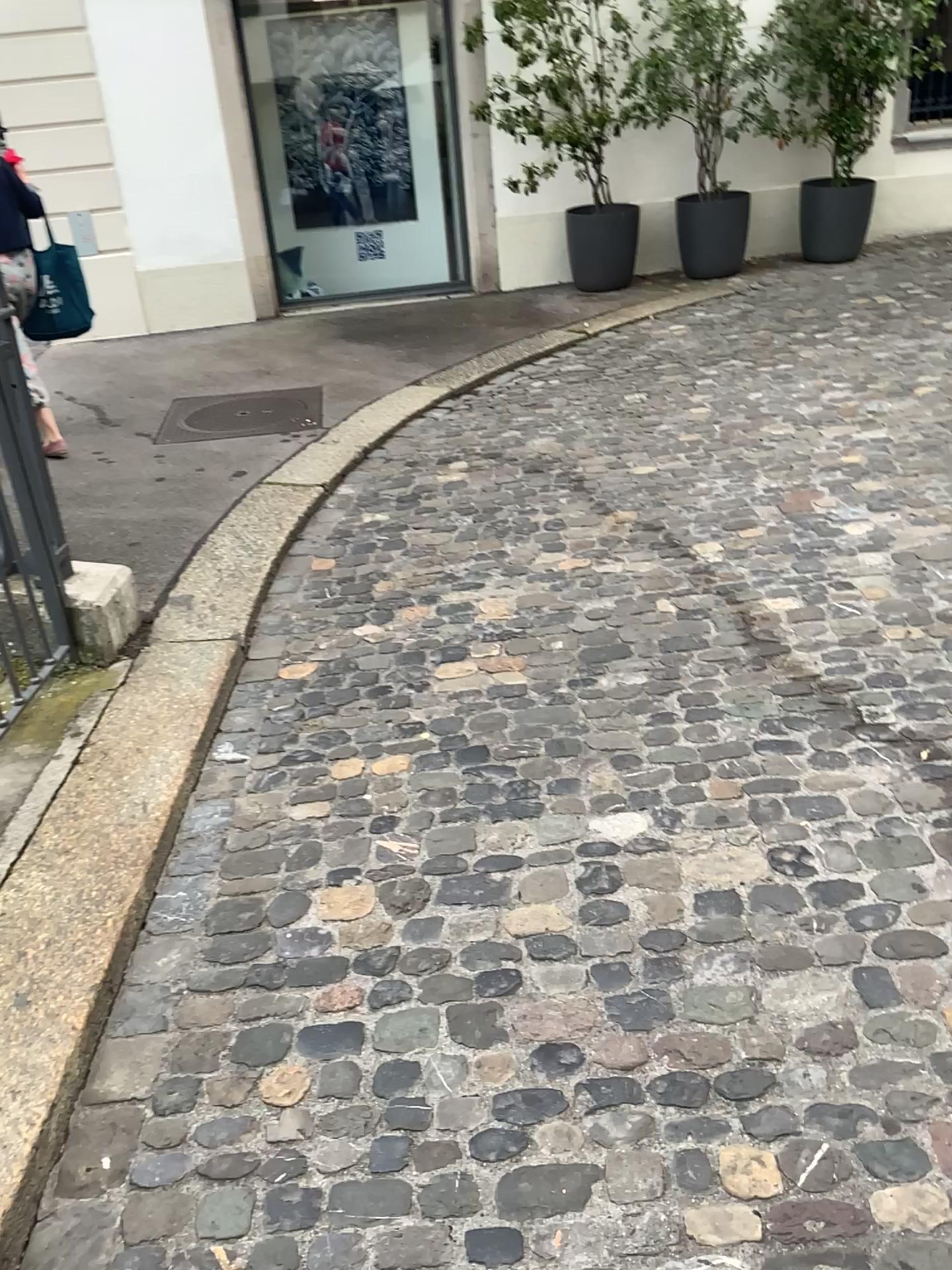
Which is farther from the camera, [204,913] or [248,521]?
[248,521]
